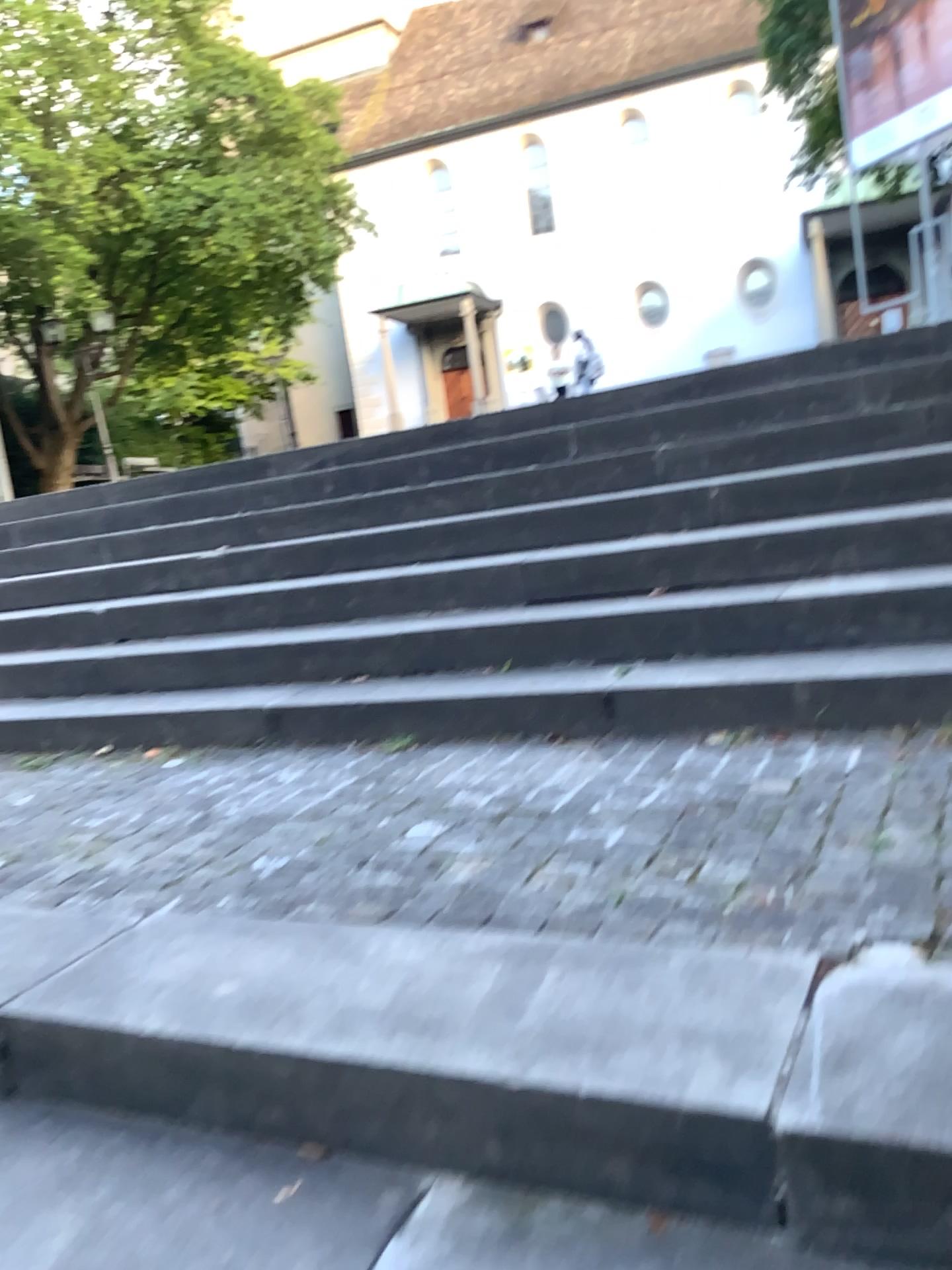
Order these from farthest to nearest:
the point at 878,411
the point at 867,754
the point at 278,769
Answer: the point at 878,411 < the point at 278,769 < the point at 867,754
